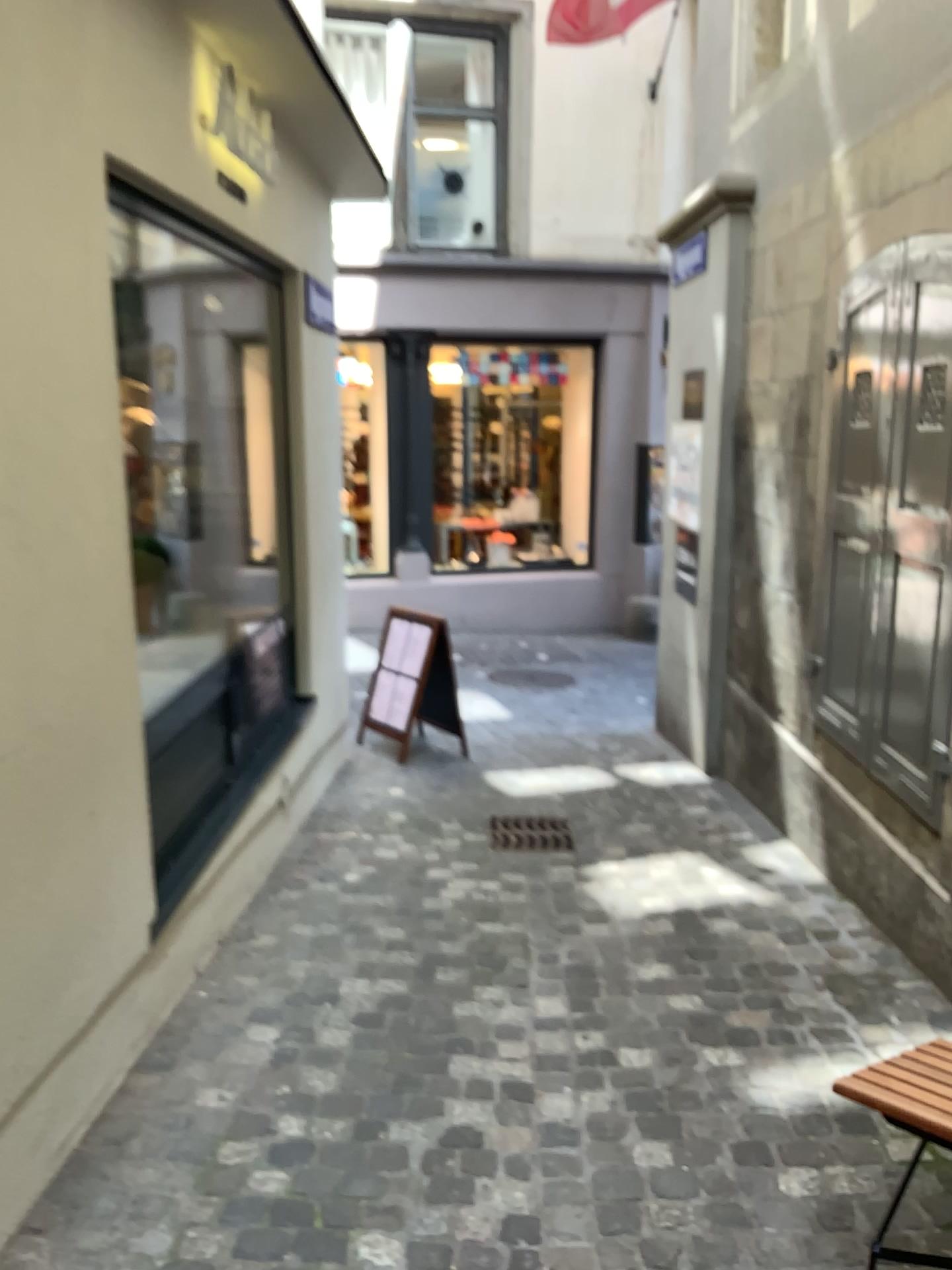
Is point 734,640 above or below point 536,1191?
above
